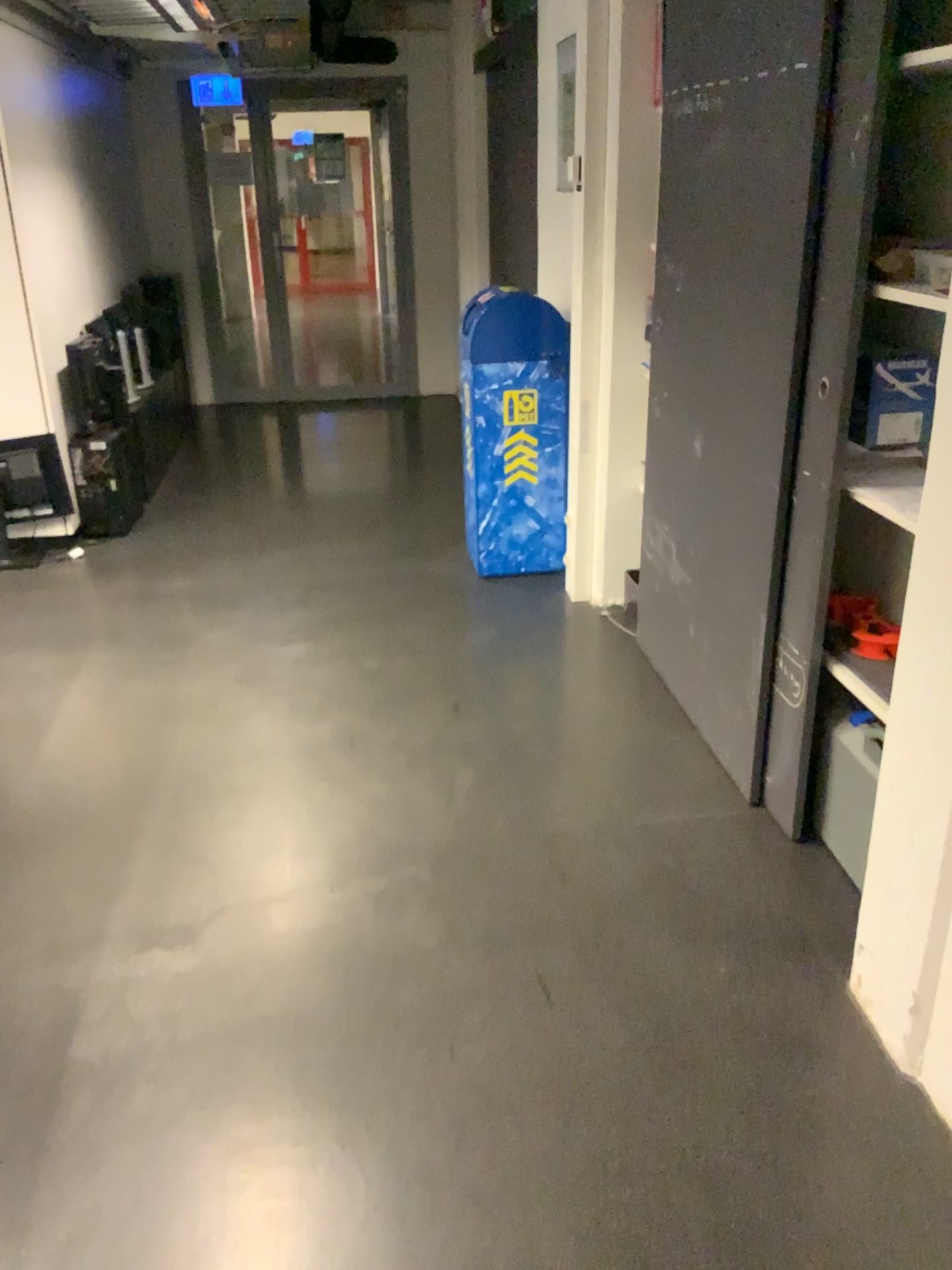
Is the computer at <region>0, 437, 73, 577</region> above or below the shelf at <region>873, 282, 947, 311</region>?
below

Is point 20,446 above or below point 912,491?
below

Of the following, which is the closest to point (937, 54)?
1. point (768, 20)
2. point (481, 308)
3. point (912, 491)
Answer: point (768, 20)

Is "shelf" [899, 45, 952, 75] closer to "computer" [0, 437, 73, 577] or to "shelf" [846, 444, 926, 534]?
"shelf" [846, 444, 926, 534]

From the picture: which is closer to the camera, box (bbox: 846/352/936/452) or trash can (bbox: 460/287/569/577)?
box (bbox: 846/352/936/452)

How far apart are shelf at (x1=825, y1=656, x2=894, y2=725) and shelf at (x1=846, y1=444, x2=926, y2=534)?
0.3 meters

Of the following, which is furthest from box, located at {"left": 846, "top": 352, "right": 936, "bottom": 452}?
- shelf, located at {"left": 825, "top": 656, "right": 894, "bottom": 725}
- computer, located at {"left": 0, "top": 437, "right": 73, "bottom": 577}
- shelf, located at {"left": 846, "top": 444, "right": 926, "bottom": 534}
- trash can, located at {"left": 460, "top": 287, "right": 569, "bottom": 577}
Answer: computer, located at {"left": 0, "top": 437, "right": 73, "bottom": 577}

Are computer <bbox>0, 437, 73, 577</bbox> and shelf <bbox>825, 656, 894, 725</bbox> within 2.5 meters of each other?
no

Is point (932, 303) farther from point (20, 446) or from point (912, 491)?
point (20, 446)

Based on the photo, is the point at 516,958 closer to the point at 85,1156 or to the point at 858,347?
the point at 85,1156
